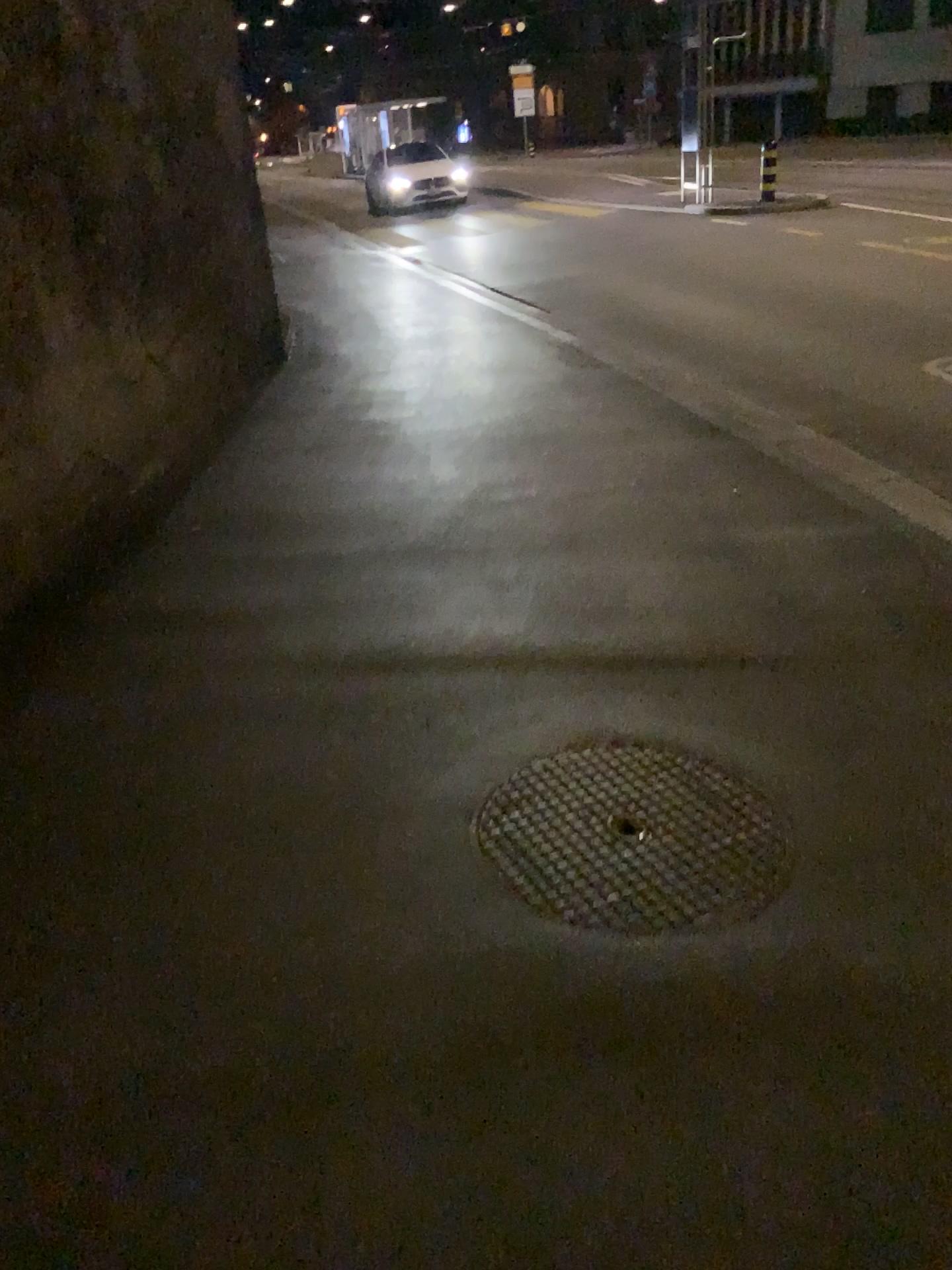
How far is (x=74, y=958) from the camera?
2.1 meters
